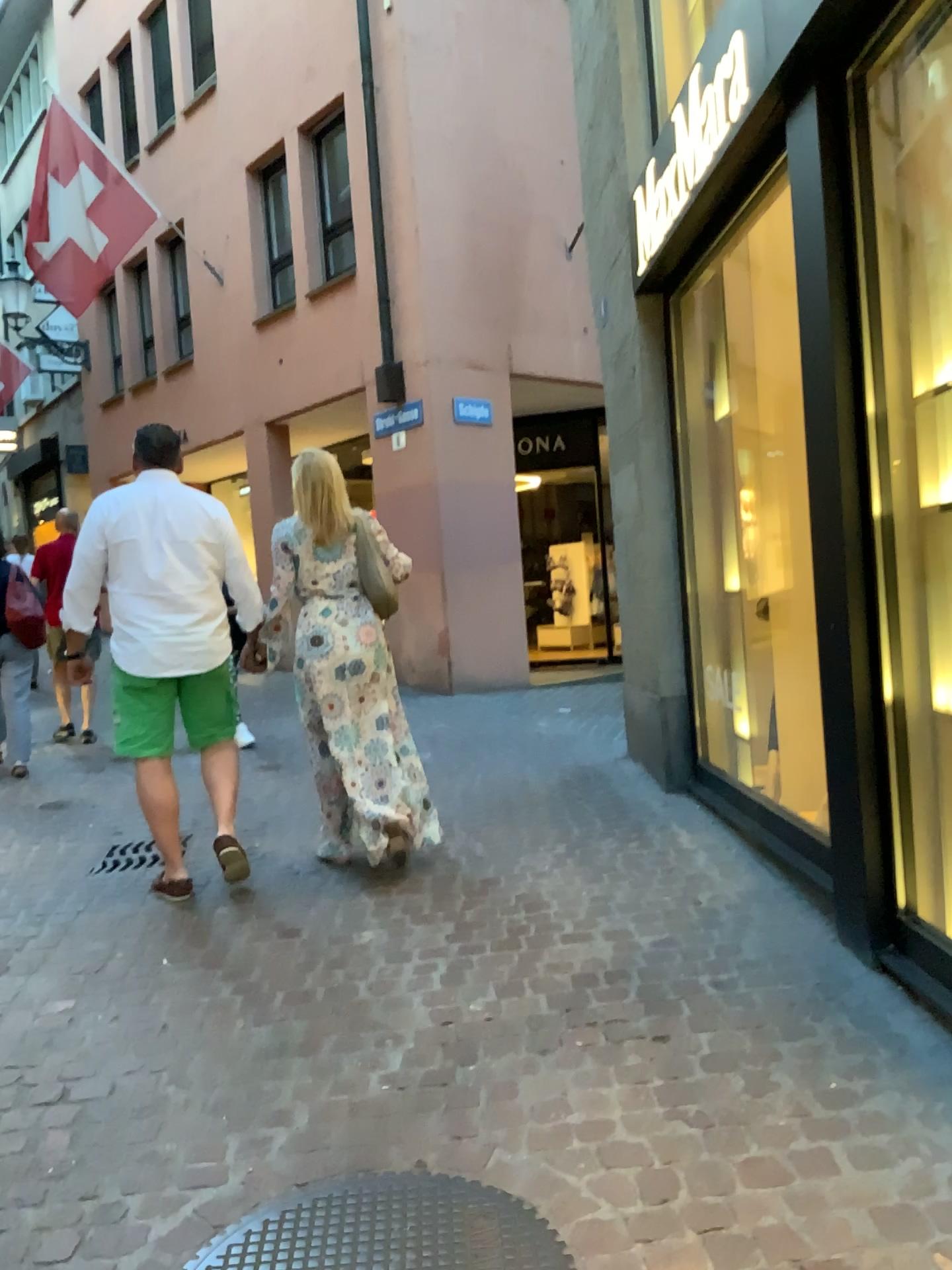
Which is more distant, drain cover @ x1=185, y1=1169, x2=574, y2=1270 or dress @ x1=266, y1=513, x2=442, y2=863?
dress @ x1=266, y1=513, x2=442, y2=863

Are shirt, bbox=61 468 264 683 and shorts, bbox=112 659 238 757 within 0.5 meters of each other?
yes

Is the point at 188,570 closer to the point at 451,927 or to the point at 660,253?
the point at 451,927

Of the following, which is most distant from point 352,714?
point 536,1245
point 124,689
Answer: point 536,1245

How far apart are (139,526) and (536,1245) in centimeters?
278cm

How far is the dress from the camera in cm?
410

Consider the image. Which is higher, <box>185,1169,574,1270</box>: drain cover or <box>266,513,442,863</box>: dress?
<box>266,513,442,863</box>: dress

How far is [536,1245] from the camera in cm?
195

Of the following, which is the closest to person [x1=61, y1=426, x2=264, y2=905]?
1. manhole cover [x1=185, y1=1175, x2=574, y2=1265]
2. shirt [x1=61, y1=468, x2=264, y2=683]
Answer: shirt [x1=61, y1=468, x2=264, y2=683]

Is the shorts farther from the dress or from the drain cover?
the drain cover
